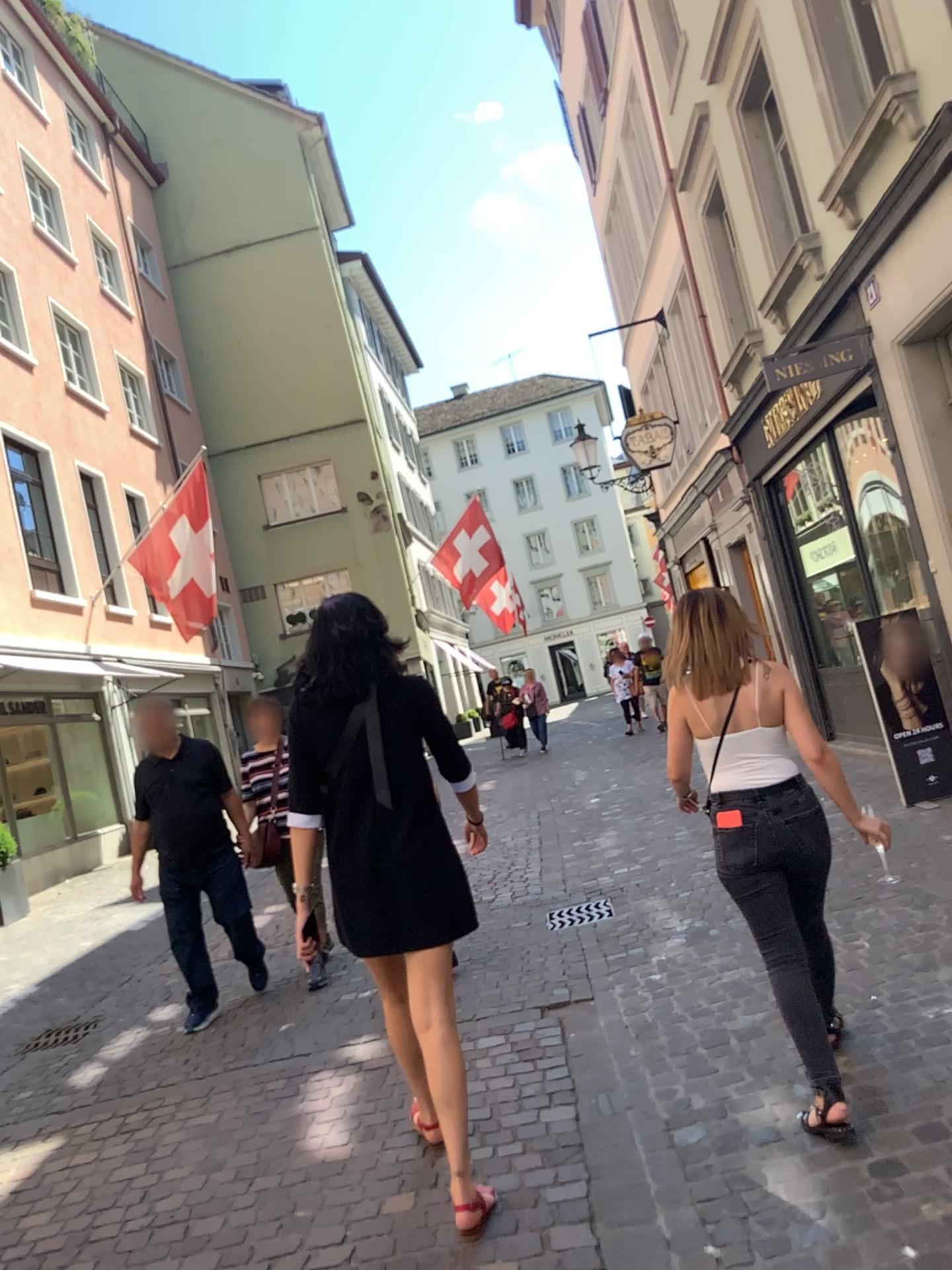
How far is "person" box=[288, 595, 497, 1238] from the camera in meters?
2.8 m

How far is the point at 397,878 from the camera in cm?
285

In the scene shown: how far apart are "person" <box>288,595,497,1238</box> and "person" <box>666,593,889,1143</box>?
0.8 meters

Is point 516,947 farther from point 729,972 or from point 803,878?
point 803,878

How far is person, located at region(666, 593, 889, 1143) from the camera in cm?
293

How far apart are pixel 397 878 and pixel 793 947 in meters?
1.1 m

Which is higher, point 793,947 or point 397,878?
point 397,878
